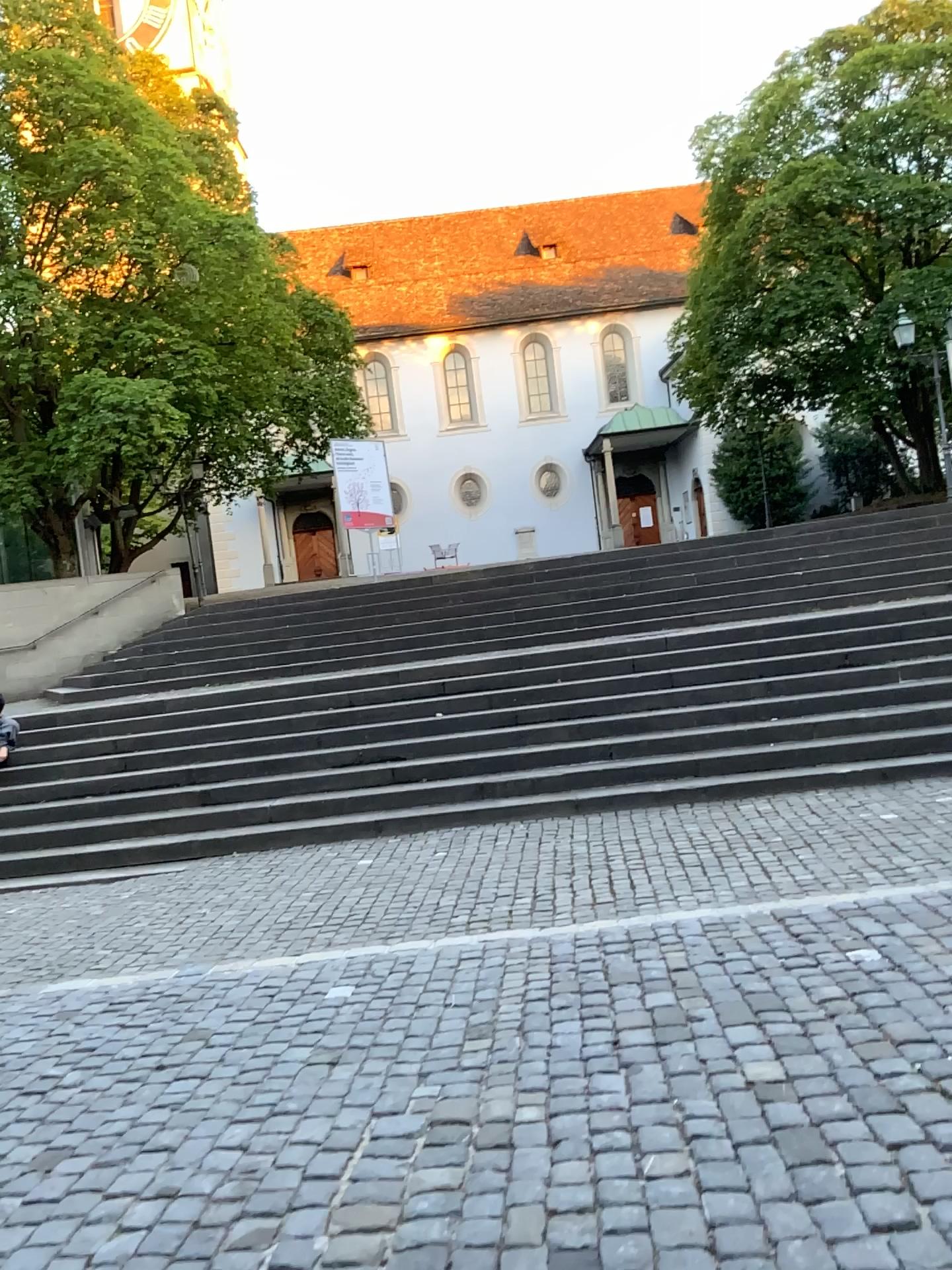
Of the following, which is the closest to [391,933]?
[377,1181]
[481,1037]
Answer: [481,1037]
